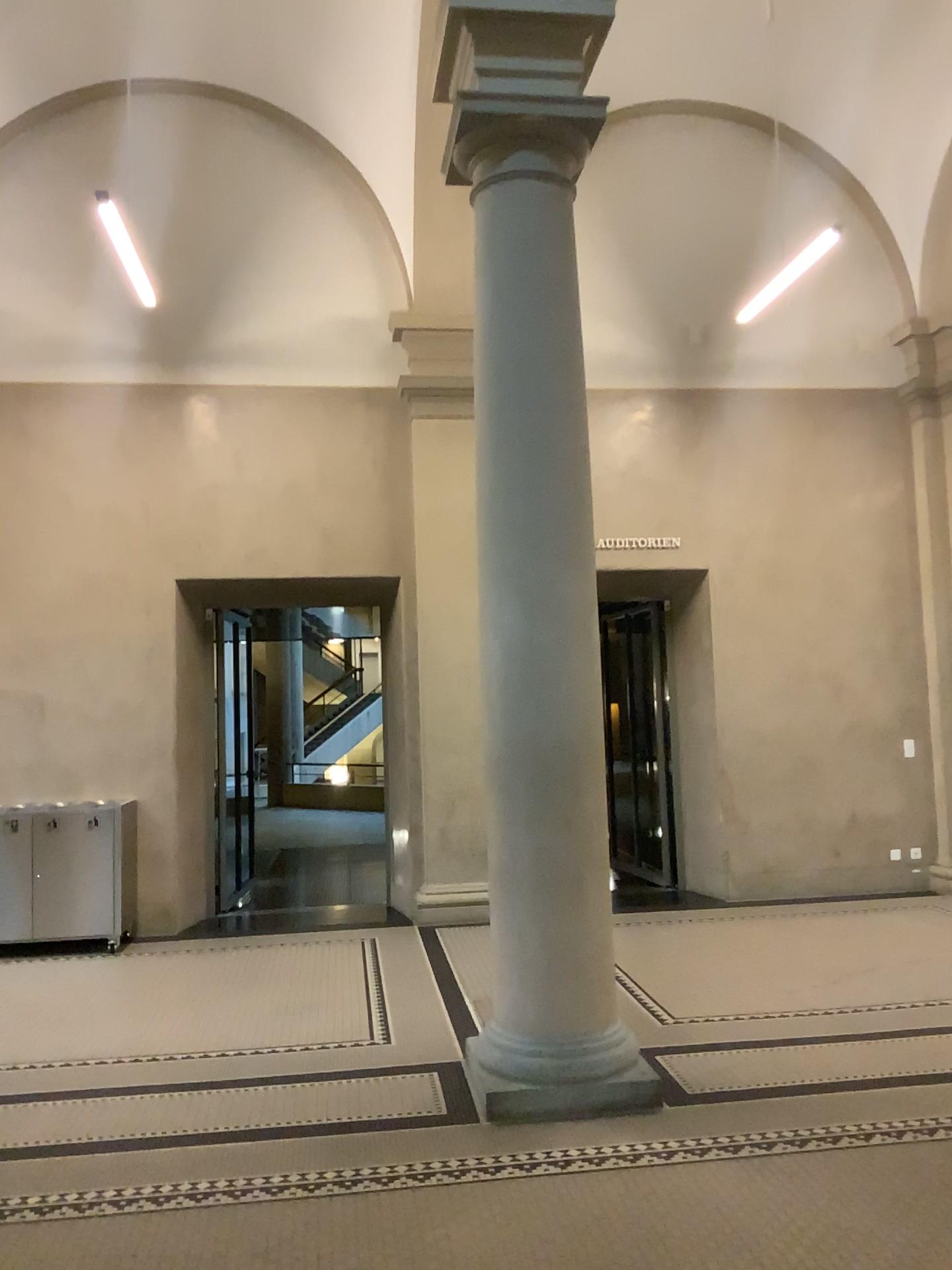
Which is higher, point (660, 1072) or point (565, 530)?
point (565, 530)

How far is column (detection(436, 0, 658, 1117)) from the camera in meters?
4.3 m

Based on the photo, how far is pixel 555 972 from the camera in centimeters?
430cm
